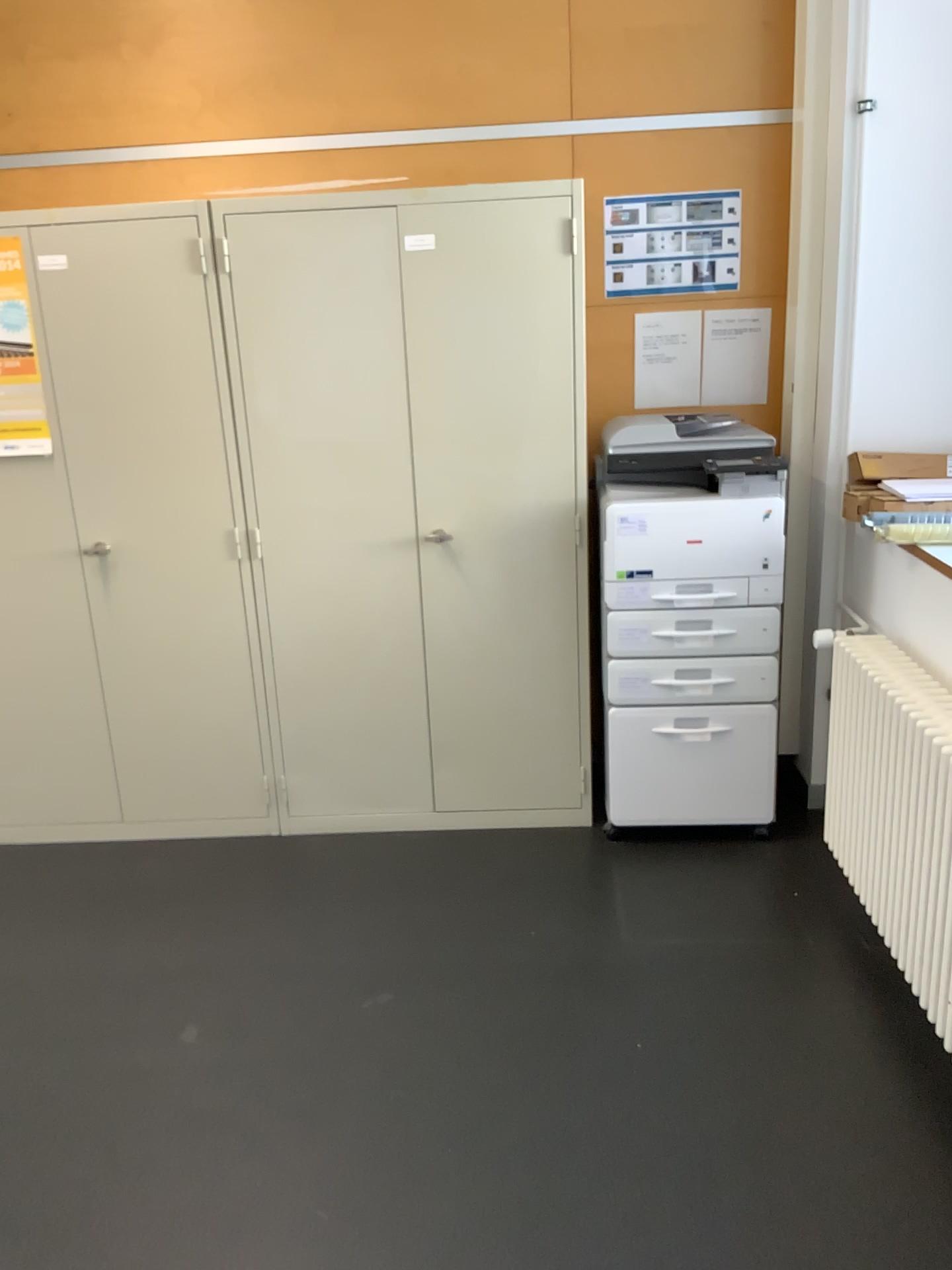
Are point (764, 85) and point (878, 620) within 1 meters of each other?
no

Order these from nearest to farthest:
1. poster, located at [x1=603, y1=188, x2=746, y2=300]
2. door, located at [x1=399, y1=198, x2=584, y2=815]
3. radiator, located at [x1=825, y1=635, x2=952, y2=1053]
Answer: radiator, located at [x1=825, y1=635, x2=952, y2=1053] → door, located at [x1=399, y1=198, x2=584, y2=815] → poster, located at [x1=603, y1=188, x2=746, y2=300]

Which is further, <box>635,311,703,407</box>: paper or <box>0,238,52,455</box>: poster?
<box>635,311,703,407</box>: paper

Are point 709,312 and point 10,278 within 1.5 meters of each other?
no

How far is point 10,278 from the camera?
3.0m

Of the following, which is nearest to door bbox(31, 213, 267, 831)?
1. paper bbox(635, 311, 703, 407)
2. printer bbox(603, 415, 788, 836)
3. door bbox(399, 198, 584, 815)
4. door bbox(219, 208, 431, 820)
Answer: door bbox(219, 208, 431, 820)

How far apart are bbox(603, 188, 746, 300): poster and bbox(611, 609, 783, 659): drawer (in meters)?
1.06

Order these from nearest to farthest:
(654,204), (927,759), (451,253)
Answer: (927,759)
(451,253)
(654,204)

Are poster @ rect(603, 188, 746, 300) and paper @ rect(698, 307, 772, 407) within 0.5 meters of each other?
yes

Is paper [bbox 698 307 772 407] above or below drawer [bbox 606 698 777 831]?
above
